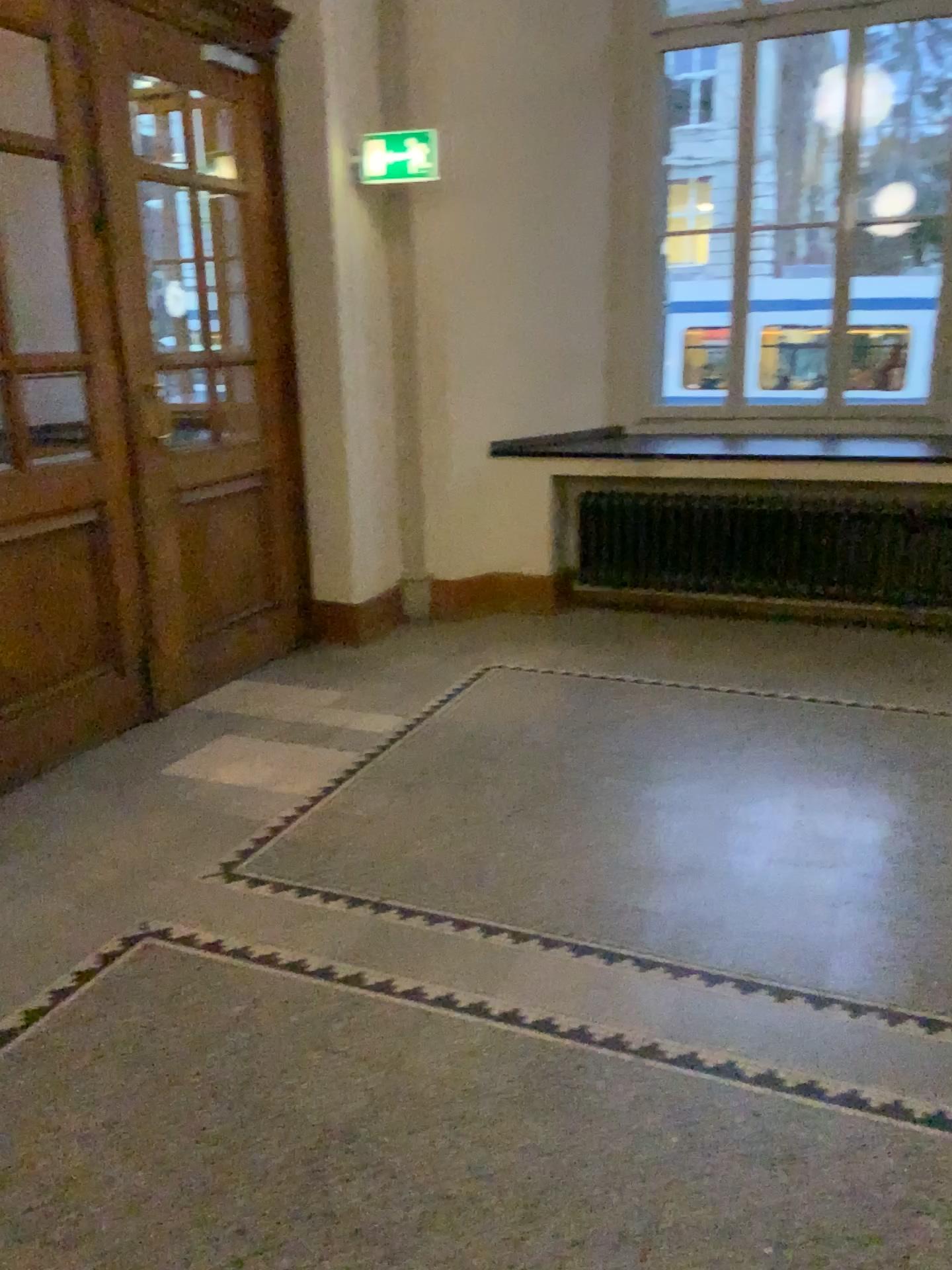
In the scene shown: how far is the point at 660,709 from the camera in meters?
4.2 m

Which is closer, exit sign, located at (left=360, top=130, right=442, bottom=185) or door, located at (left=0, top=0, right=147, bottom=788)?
door, located at (left=0, top=0, right=147, bottom=788)

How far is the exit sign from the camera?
4.8m

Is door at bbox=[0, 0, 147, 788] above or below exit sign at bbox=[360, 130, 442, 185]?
below

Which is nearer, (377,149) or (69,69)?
(69,69)

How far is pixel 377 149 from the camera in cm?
480
